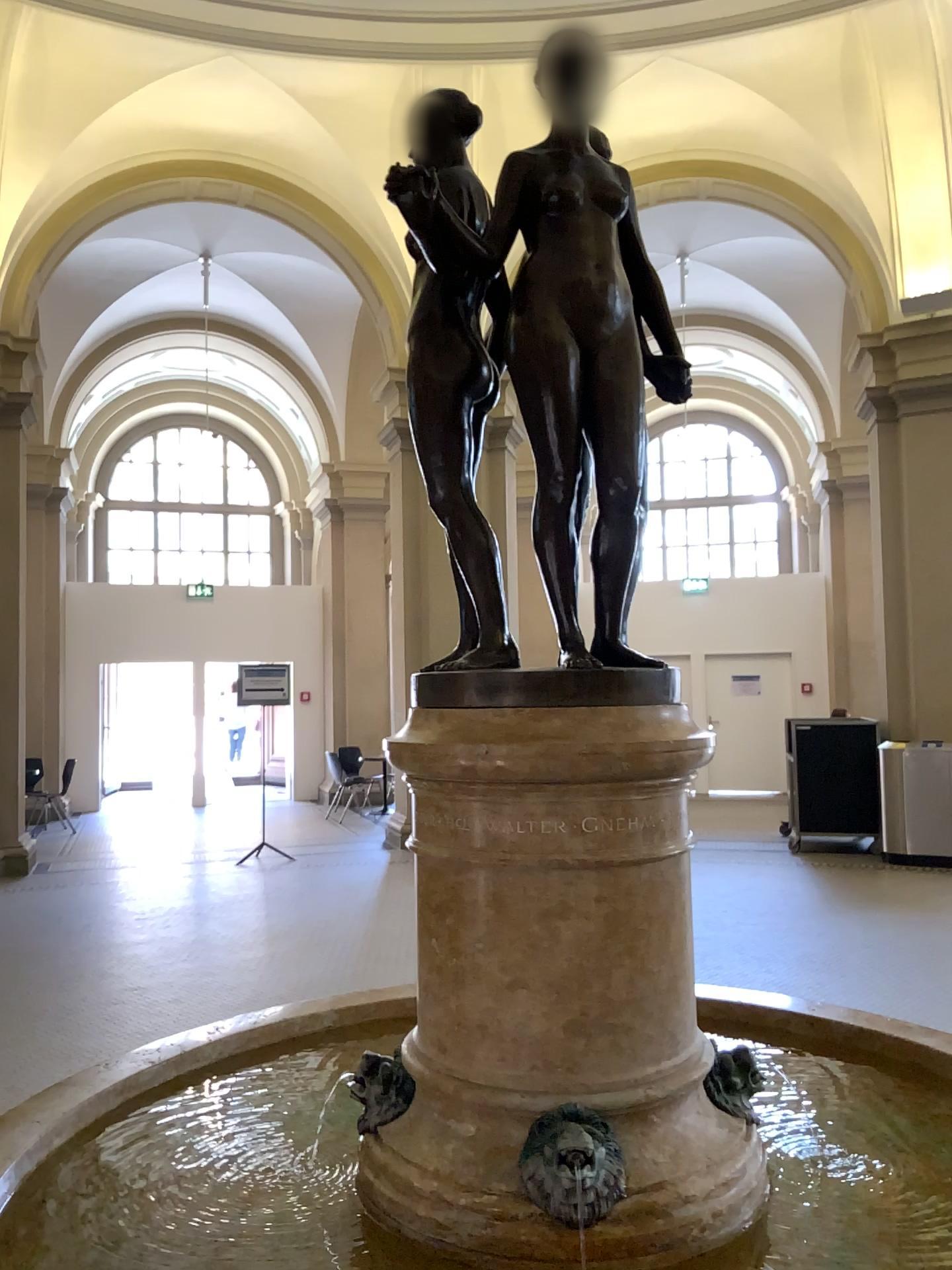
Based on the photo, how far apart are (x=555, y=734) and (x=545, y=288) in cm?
66

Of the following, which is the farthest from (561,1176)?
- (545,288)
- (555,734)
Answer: (545,288)

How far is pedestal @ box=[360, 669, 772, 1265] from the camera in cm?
150

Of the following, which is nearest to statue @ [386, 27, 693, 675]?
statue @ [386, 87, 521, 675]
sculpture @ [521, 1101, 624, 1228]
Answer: statue @ [386, 87, 521, 675]

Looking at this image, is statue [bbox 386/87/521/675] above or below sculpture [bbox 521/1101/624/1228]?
above

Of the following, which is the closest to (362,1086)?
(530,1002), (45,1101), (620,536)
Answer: (530,1002)

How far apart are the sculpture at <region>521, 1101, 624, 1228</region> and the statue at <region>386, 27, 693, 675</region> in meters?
0.7

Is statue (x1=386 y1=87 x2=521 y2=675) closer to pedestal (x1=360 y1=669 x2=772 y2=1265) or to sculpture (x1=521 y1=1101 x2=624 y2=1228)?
pedestal (x1=360 y1=669 x2=772 y2=1265)

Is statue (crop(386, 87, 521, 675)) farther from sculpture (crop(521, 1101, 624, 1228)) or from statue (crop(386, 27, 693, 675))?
sculpture (crop(521, 1101, 624, 1228))

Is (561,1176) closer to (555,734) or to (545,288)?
(555,734)
